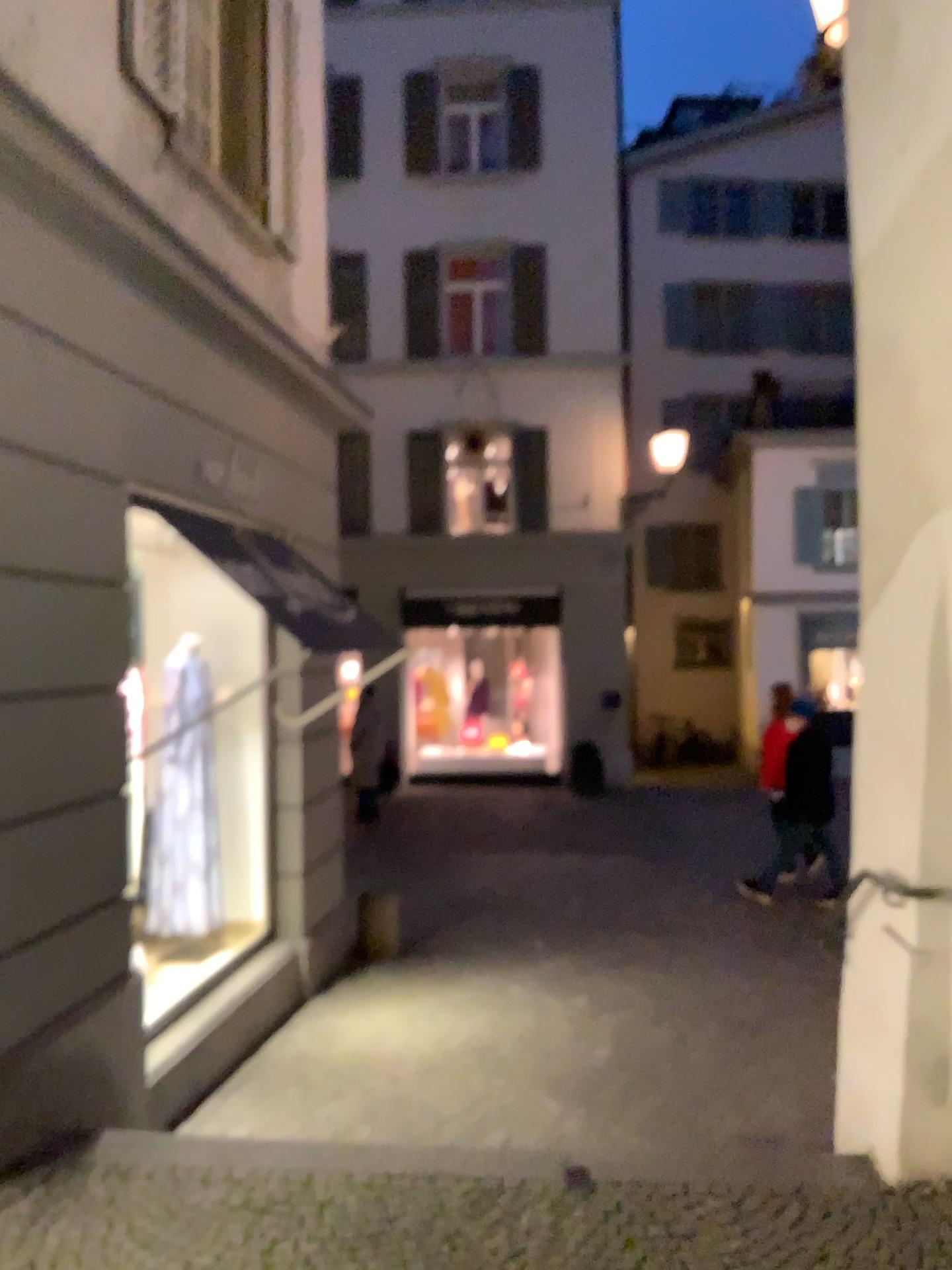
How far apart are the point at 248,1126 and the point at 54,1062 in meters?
1.3 m
